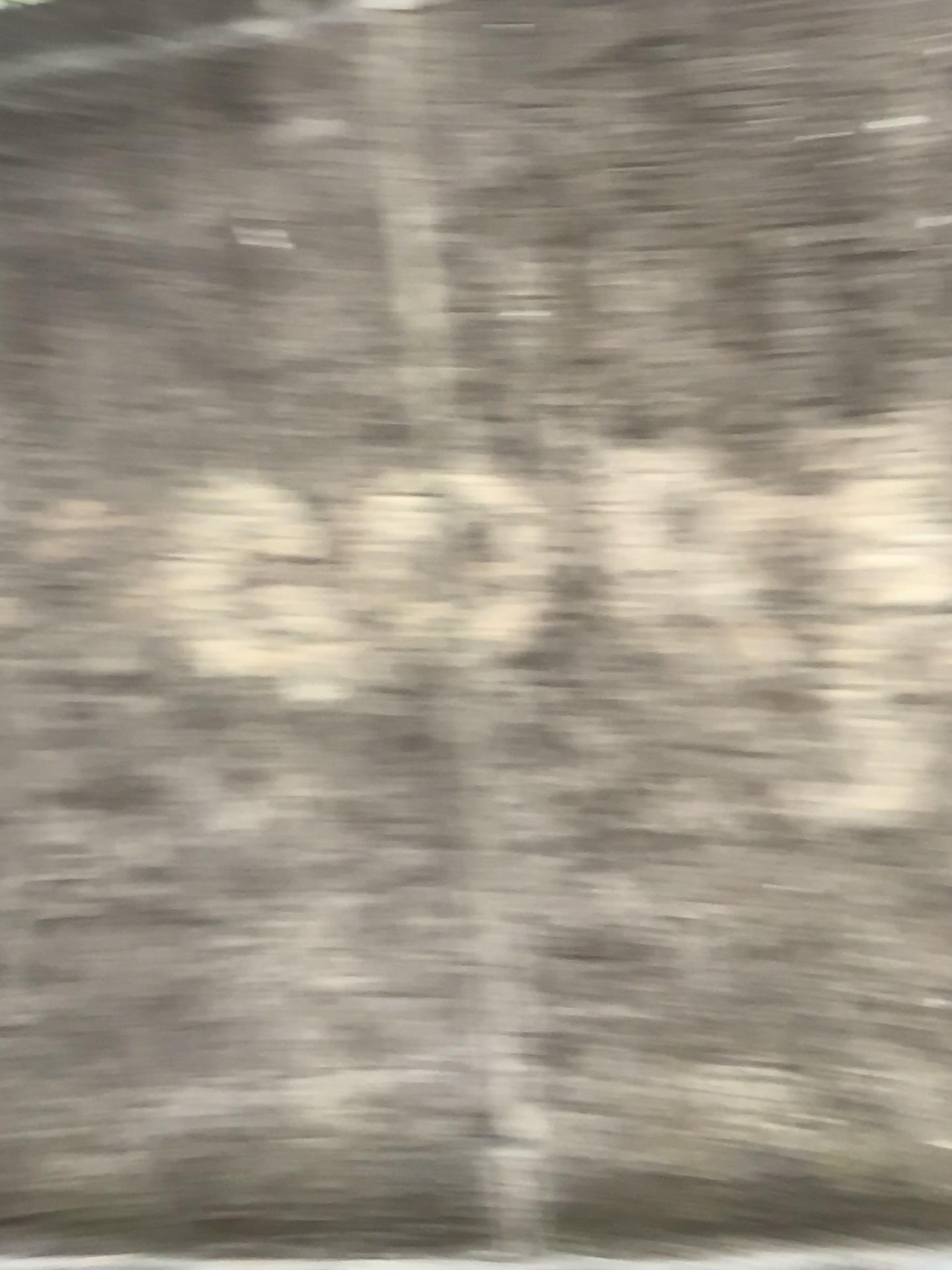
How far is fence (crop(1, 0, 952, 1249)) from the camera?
2.0 meters

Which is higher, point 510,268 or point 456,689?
point 510,268

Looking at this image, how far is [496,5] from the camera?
2.0m
